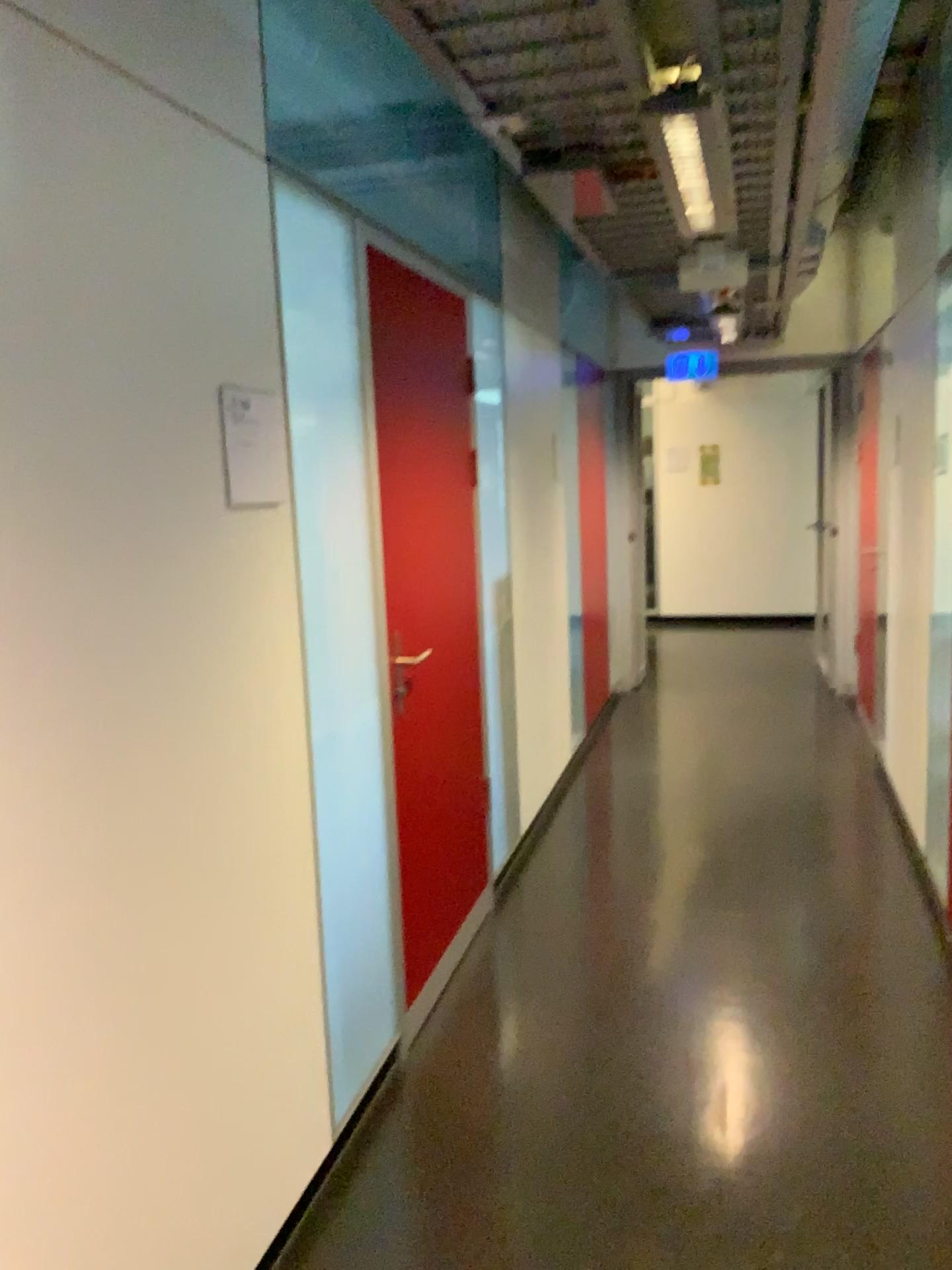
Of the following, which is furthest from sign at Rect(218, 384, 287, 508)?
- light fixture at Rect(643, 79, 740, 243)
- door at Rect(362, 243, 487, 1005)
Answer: light fixture at Rect(643, 79, 740, 243)

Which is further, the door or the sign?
the door

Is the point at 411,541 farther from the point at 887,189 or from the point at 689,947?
the point at 887,189

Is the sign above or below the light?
below

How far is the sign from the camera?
1.93m

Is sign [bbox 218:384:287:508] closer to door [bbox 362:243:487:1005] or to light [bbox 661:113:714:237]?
door [bbox 362:243:487:1005]

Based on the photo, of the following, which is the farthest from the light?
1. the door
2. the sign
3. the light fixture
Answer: the sign

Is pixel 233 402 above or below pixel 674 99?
below

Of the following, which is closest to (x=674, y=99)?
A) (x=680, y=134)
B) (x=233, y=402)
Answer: (x=680, y=134)

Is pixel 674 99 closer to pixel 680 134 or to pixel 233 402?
pixel 680 134
